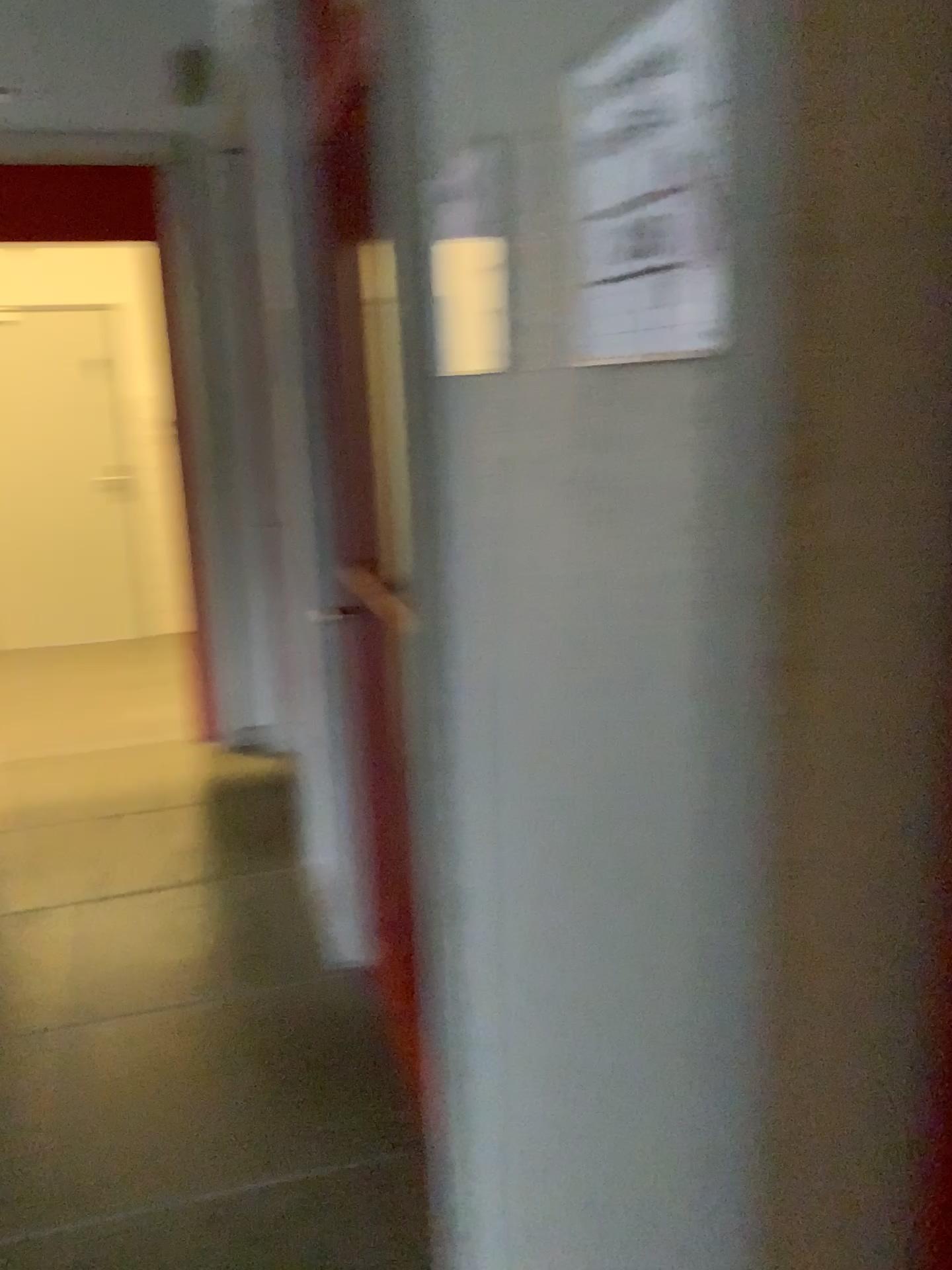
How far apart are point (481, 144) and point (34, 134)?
3.9 meters

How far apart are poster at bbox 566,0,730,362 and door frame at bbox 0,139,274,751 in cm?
342

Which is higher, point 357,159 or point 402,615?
point 357,159

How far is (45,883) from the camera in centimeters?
334cm

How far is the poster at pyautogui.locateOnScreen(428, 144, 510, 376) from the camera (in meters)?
0.88

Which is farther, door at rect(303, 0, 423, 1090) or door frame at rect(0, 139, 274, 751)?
door frame at rect(0, 139, 274, 751)

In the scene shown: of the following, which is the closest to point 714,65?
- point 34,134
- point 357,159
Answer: point 357,159

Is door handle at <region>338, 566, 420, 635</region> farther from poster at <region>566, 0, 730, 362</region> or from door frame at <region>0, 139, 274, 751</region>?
door frame at <region>0, 139, 274, 751</region>

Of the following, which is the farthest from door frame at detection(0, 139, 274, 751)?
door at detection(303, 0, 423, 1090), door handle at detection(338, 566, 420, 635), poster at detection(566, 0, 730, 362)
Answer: poster at detection(566, 0, 730, 362)

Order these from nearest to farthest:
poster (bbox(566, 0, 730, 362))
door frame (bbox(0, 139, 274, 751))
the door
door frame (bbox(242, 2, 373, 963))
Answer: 1. poster (bbox(566, 0, 730, 362))
2. the door
3. door frame (bbox(242, 2, 373, 963))
4. door frame (bbox(0, 139, 274, 751))
